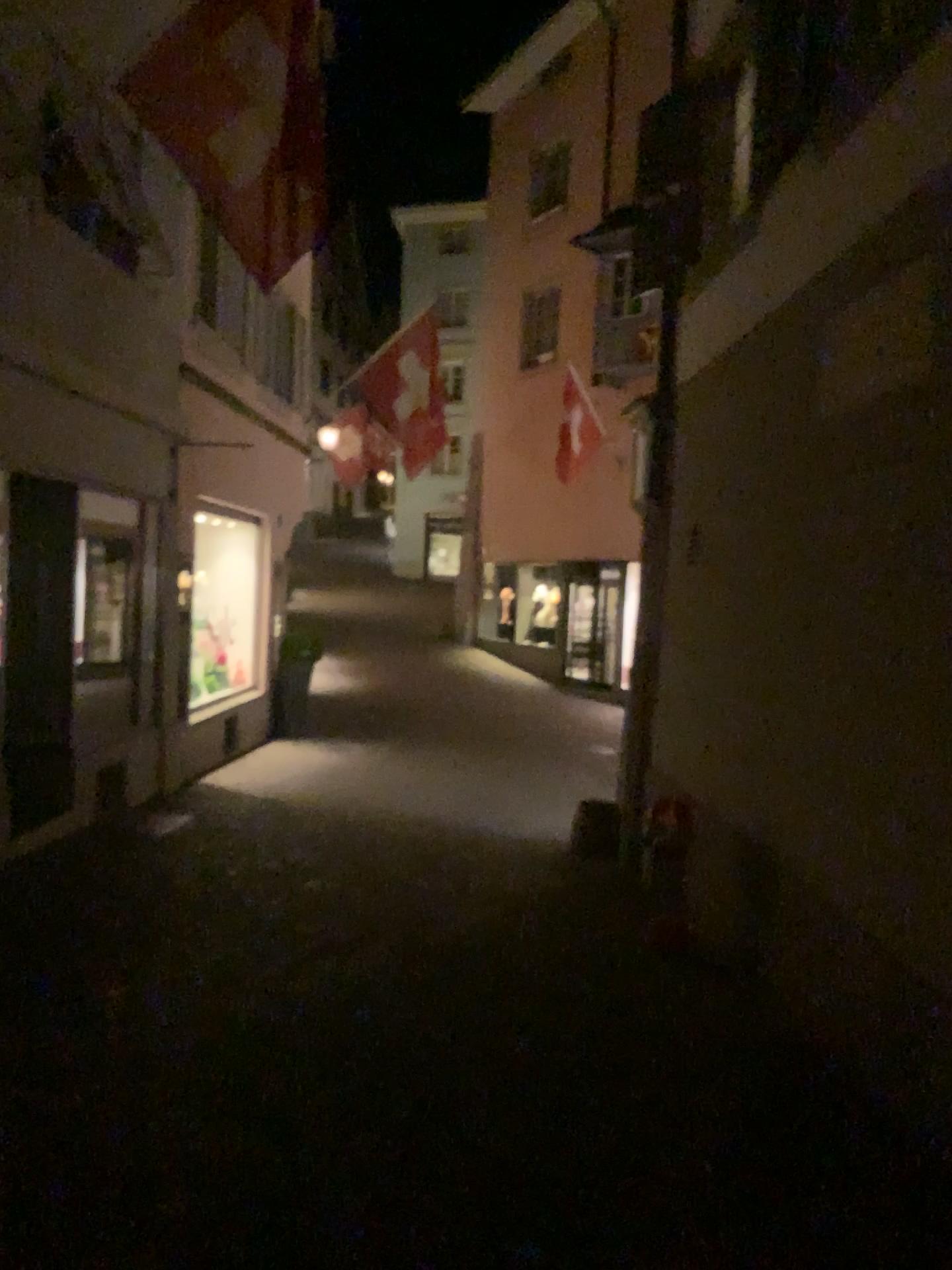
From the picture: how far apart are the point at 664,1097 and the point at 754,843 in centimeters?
160cm
